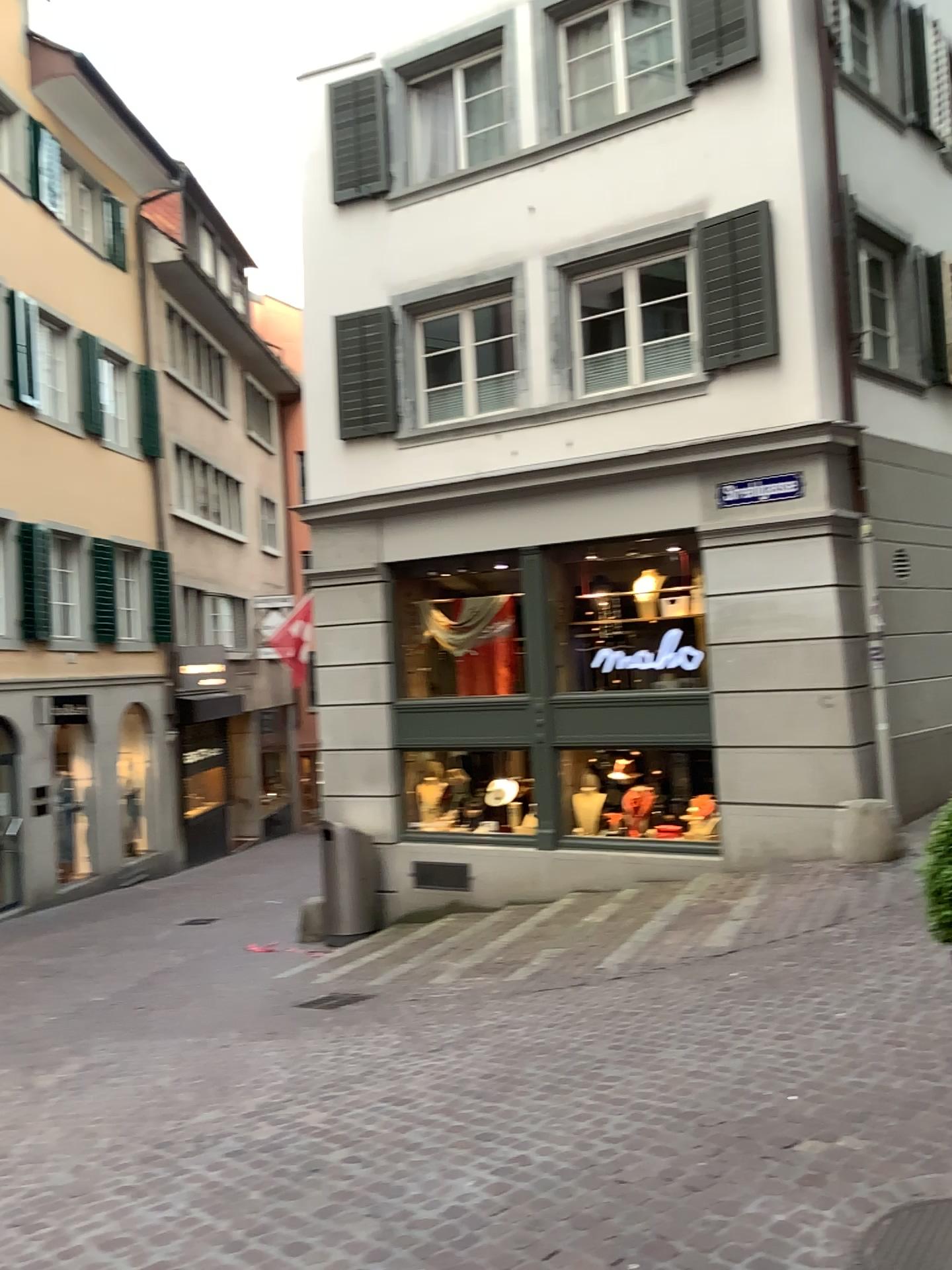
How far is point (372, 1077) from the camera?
4.96m

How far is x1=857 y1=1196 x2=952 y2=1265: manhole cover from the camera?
2.9m

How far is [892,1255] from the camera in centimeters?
292cm
